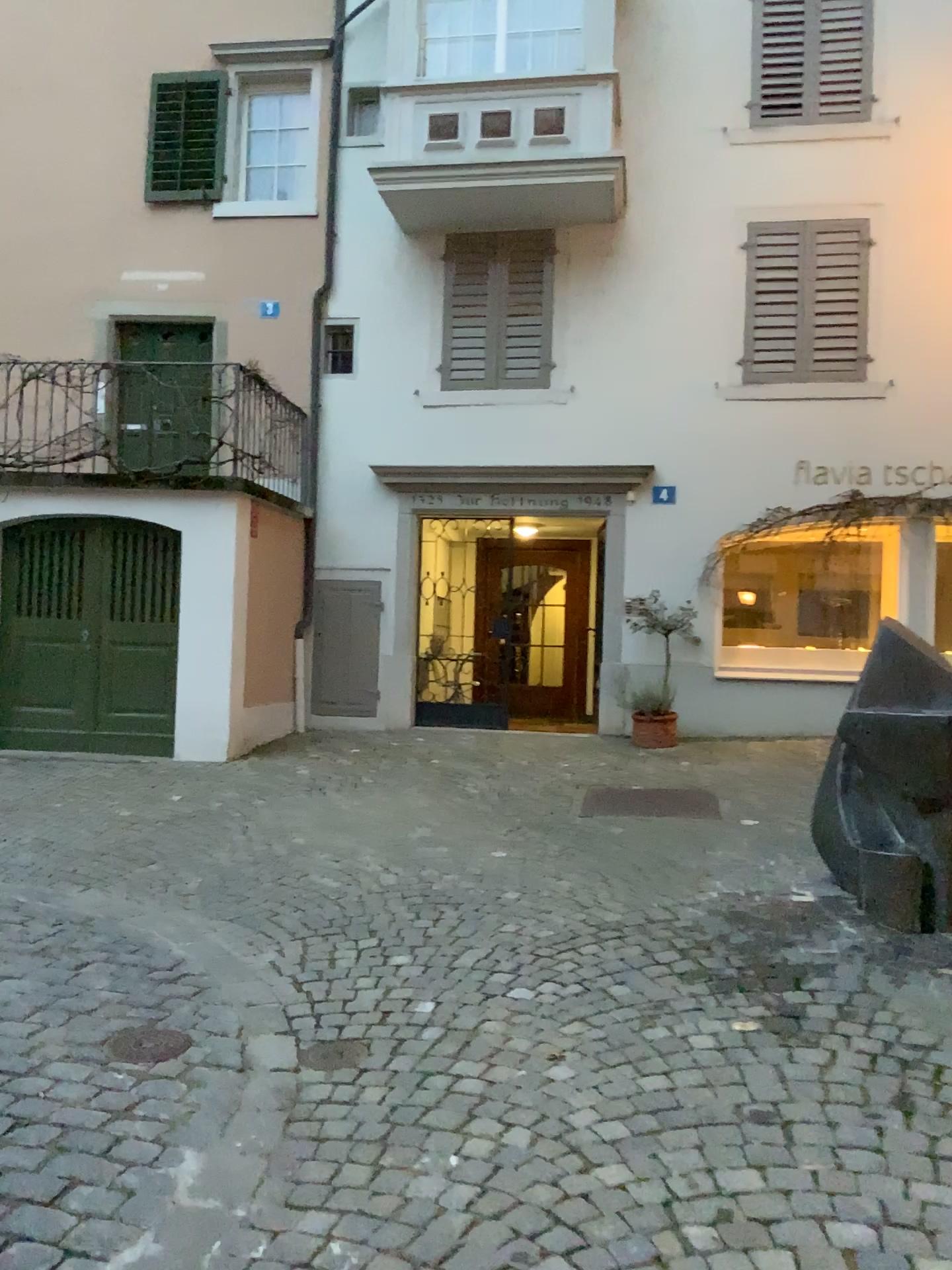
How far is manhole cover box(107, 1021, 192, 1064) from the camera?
3.2 meters

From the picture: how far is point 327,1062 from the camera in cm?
316

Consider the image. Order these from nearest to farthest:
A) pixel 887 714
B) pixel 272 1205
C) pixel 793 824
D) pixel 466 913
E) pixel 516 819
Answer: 1. pixel 272 1205
2. pixel 887 714
3. pixel 466 913
4. pixel 793 824
5. pixel 516 819

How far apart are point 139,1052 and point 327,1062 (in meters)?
0.58

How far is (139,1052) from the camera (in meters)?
3.19

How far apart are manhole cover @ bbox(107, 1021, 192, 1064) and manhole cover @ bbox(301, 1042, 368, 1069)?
0.4m

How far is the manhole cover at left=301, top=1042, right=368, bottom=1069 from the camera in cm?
316
